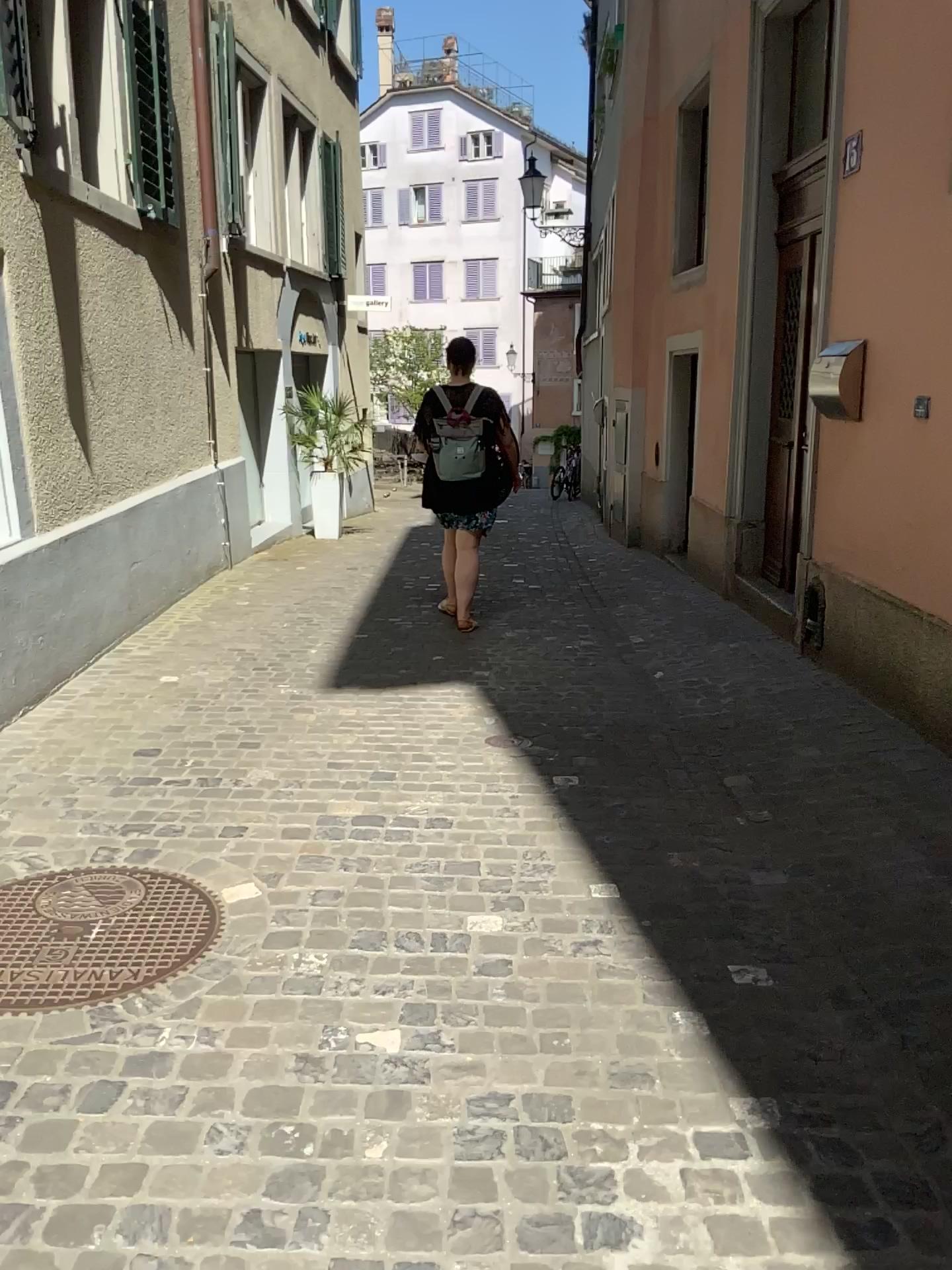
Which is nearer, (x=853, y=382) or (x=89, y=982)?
(x=89, y=982)

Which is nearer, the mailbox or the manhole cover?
the manhole cover

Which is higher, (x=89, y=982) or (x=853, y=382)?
(x=853, y=382)

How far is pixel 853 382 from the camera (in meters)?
4.53

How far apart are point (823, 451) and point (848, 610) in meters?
0.8

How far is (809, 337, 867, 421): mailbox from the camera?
4.5 meters

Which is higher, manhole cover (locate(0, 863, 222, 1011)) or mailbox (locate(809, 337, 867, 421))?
mailbox (locate(809, 337, 867, 421))
